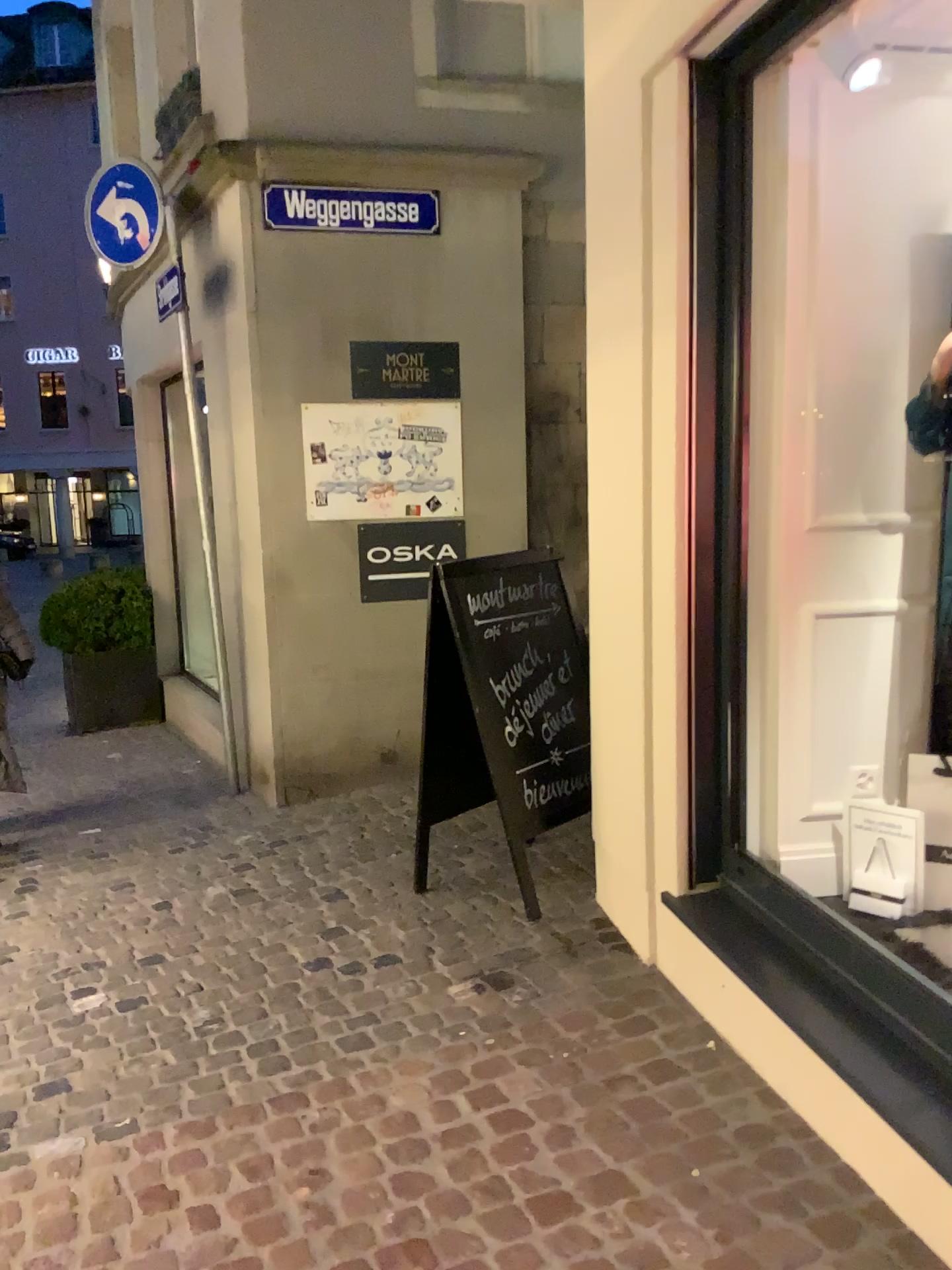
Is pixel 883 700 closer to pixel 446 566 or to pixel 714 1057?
pixel 714 1057

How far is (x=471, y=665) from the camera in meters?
3.6 m

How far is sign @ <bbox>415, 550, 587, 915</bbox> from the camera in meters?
3.6
